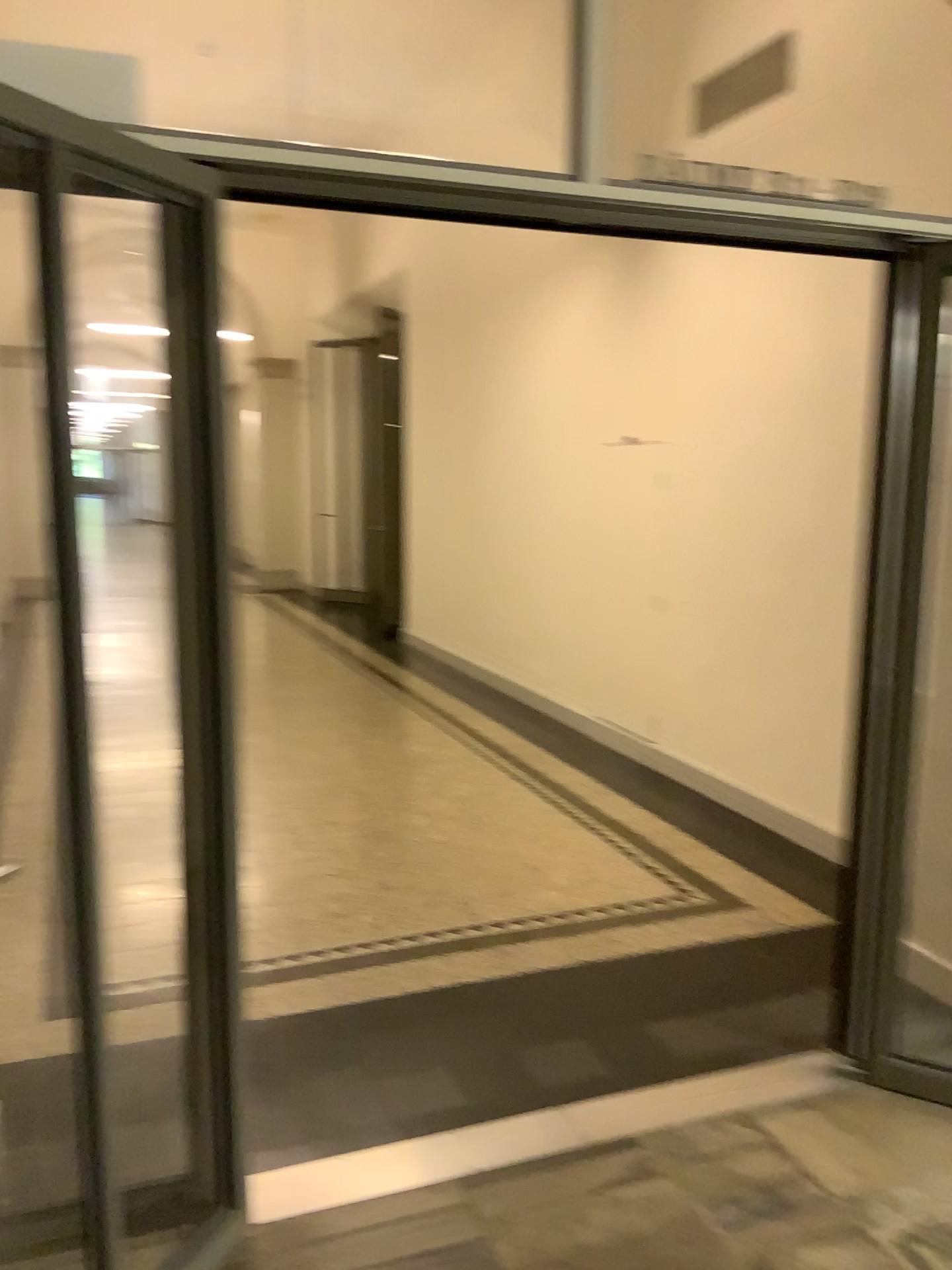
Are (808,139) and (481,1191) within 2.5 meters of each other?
no
